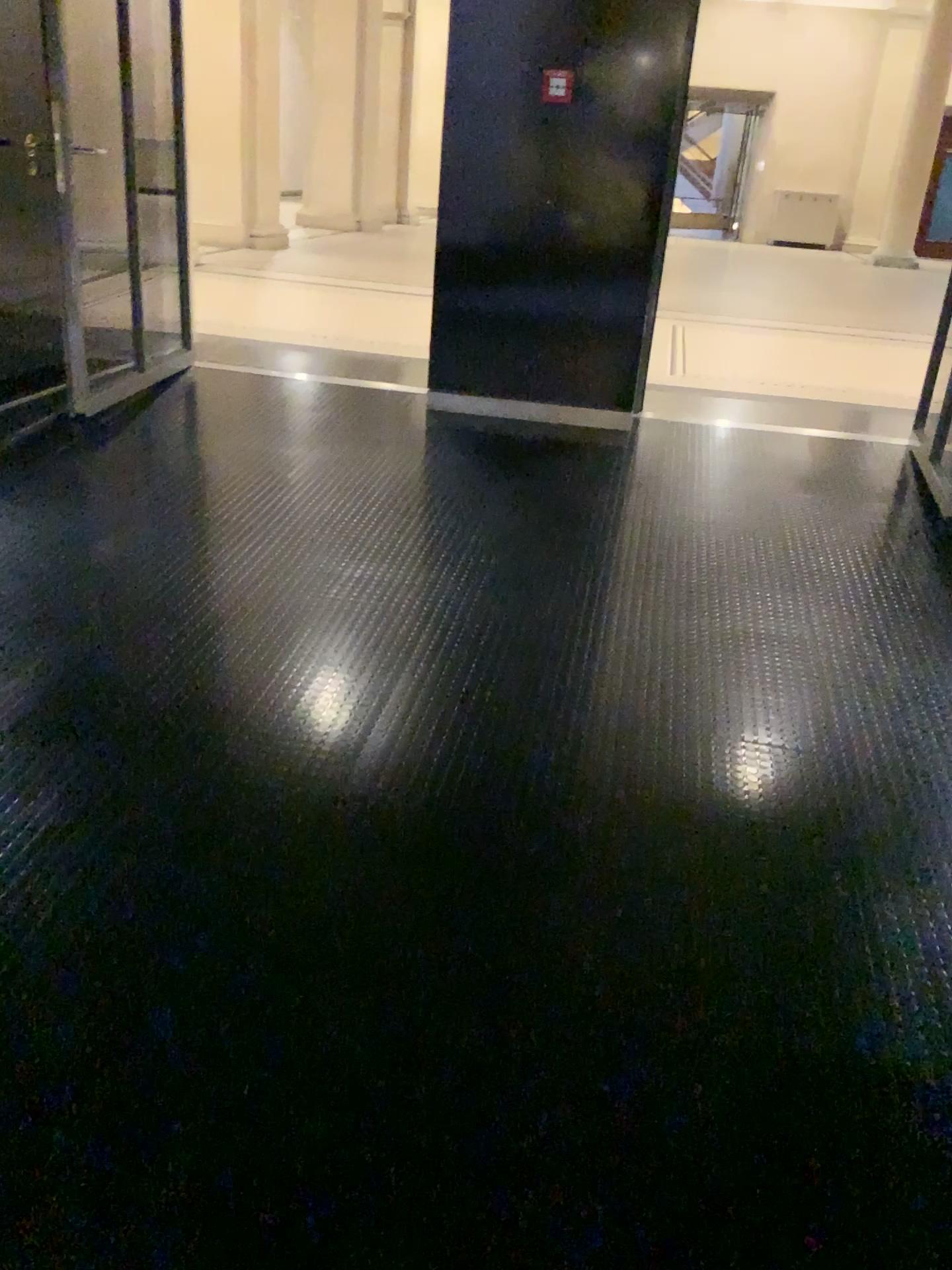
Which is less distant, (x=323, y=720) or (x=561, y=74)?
(x=323, y=720)

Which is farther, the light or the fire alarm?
the fire alarm

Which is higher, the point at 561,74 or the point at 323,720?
the point at 561,74

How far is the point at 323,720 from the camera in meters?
2.7 m

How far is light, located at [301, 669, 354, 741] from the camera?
2.7m

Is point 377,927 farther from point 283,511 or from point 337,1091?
point 283,511

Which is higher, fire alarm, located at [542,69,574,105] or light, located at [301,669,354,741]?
fire alarm, located at [542,69,574,105]
